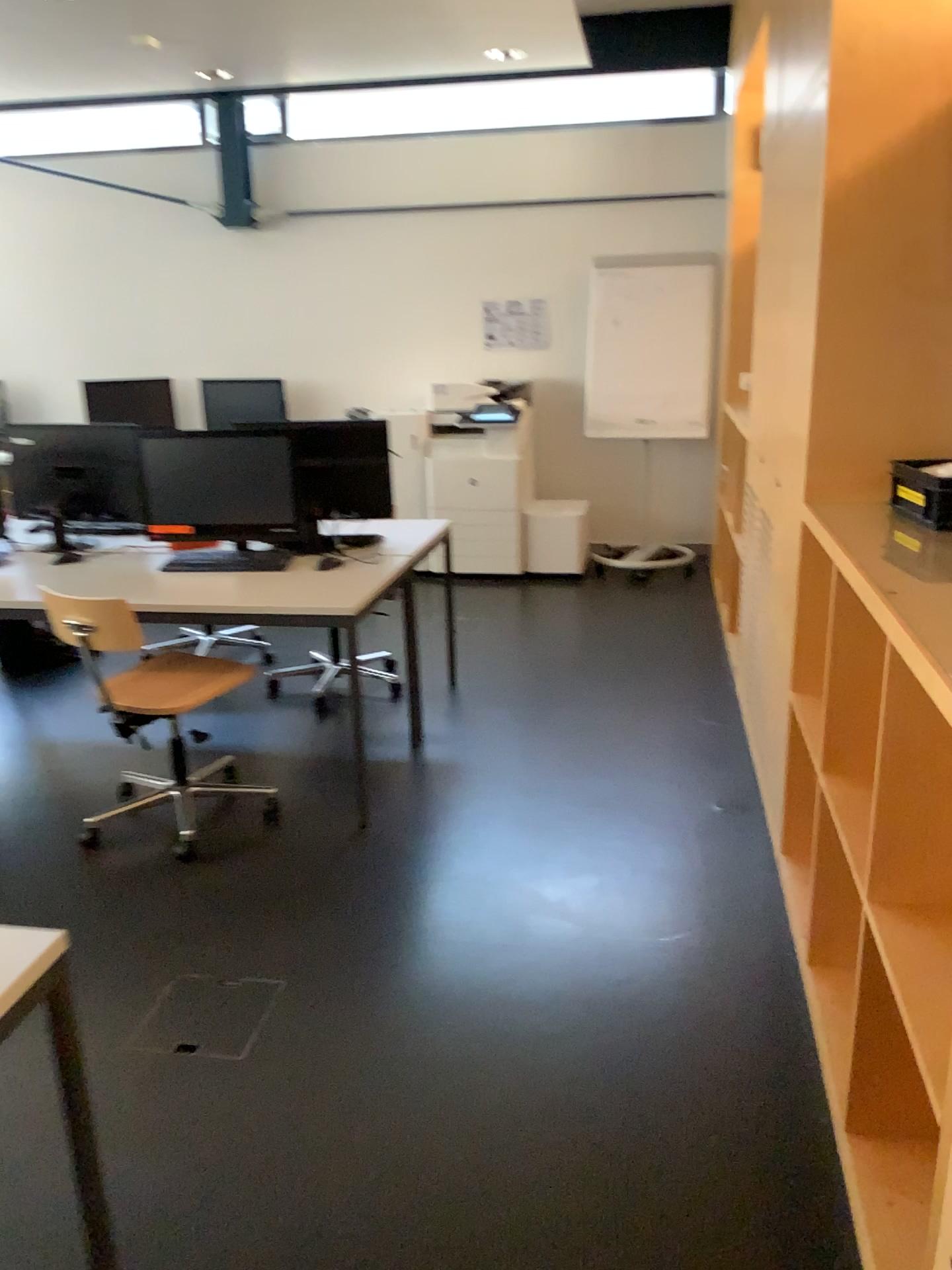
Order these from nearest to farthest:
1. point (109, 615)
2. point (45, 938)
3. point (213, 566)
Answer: point (45, 938)
point (109, 615)
point (213, 566)

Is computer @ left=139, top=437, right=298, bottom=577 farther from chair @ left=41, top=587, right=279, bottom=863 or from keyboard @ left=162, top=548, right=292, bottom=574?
chair @ left=41, top=587, right=279, bottom=863

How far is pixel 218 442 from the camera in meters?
3.6

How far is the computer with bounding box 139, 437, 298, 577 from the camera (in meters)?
3.62

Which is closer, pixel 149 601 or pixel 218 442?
pixel 149 601

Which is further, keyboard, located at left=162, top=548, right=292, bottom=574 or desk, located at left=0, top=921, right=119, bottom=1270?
keyboard, located at left=162, top=548, right=292, bottom=574

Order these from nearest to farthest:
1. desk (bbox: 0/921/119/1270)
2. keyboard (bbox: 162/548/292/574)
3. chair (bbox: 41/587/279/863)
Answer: desk (bbox: 0/921/119/1270) → chair (bbox: 41/587/279/863) → keyboard (bbox: 162/548/292/574)

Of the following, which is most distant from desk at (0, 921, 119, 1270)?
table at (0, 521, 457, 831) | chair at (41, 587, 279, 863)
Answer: table at (0, 521, 457, 831)

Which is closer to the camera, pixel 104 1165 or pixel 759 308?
pixel 104 1165

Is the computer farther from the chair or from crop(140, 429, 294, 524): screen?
the chair
